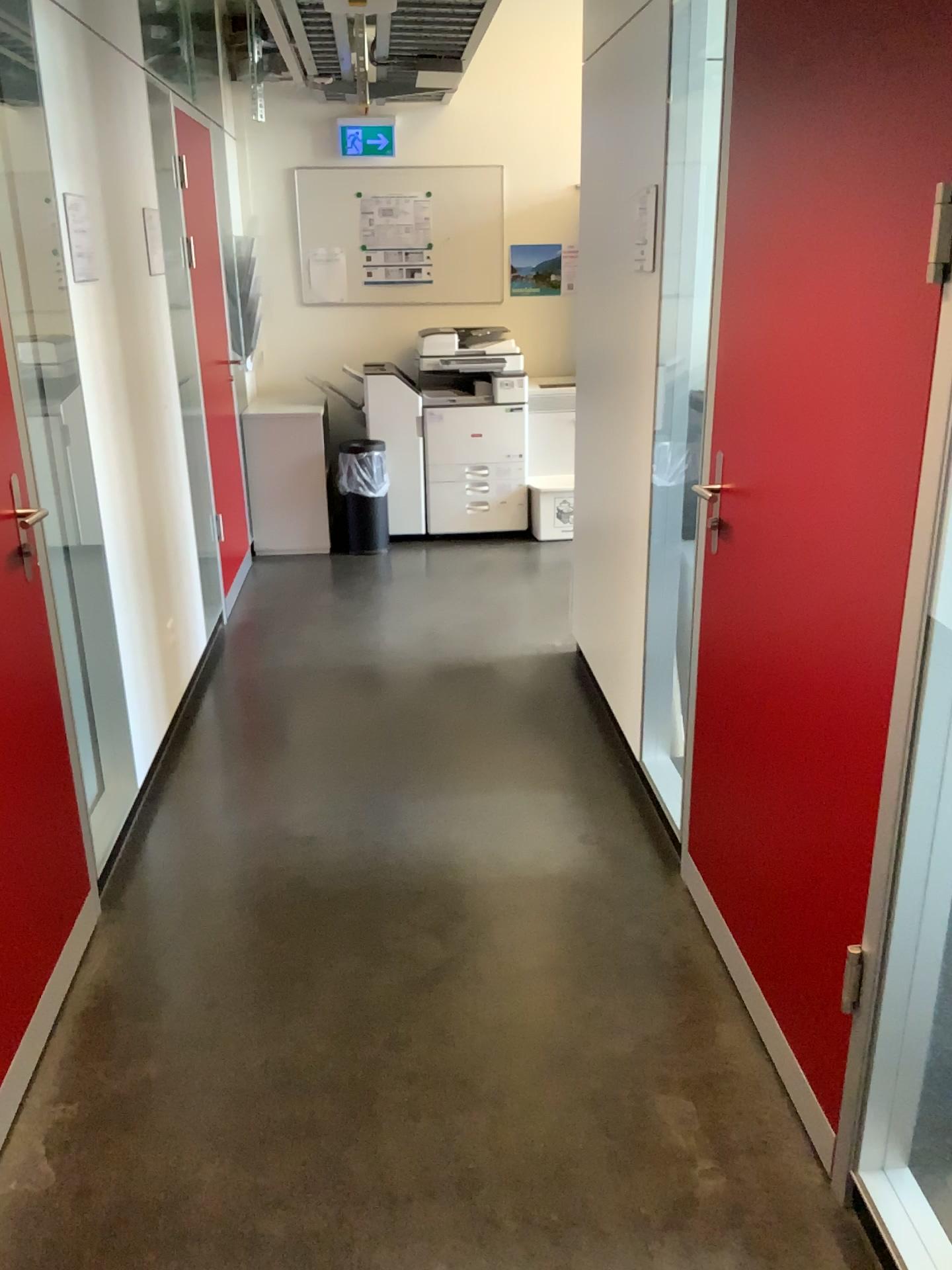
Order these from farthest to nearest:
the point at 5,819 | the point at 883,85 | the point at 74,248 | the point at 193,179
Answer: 1. the point at 193,179
2. the point at 74,248
3. the point at 5,819
4. the point at 883,85

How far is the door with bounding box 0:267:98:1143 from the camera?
2.0m

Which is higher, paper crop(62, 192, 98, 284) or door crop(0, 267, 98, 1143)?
paper crop(62, 192, 98, 284)

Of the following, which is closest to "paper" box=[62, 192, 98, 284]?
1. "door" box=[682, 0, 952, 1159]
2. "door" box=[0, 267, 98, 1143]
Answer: "door" box=[0, 267, 98, 1143]

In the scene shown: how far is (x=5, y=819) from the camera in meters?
Result: 2.0 m

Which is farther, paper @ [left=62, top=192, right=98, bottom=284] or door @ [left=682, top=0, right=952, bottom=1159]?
paper @ [left=62, top=192, right=98, bottom=284]

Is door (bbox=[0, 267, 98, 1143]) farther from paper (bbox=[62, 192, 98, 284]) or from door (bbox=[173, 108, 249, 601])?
door (bbox=[173, 108, 249, 601])

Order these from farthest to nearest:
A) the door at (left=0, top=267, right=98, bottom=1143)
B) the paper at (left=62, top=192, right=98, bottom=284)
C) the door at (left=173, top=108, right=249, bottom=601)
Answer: the door at (left=173, top=108, right=249, bottom=601) < the paper at (left=62, top=192, right=98, bottom=284) < the door at (left=0, top=267, right=98, bottom=1143)

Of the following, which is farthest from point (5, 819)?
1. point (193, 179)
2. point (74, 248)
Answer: point (193, 179)

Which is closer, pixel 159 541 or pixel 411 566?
pixel 159 541
